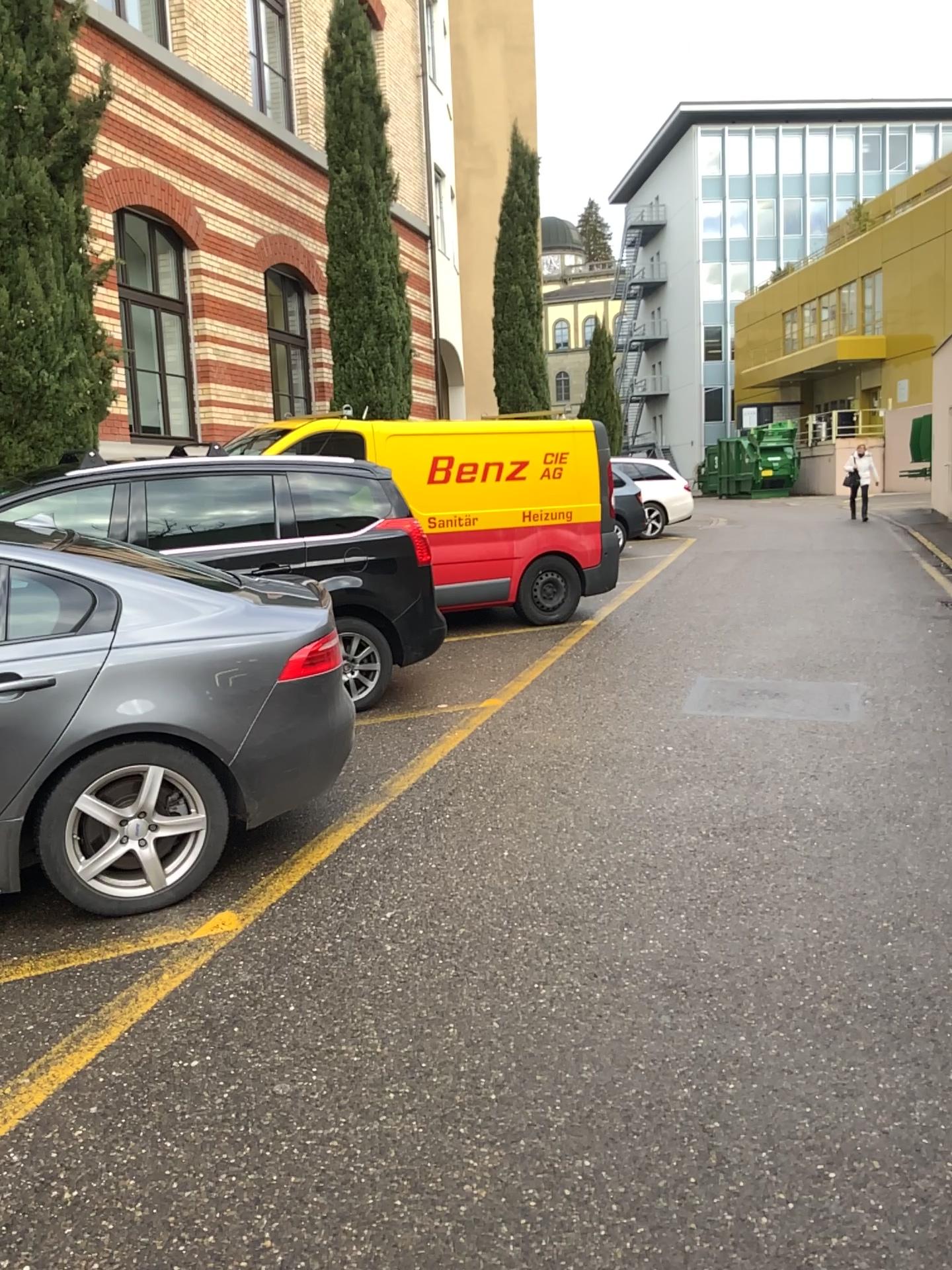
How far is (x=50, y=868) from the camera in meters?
3.6

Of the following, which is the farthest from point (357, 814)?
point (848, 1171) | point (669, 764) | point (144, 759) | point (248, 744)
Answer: point (848, 1171)

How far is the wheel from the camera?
3.57m

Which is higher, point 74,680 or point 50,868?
point 74,680
